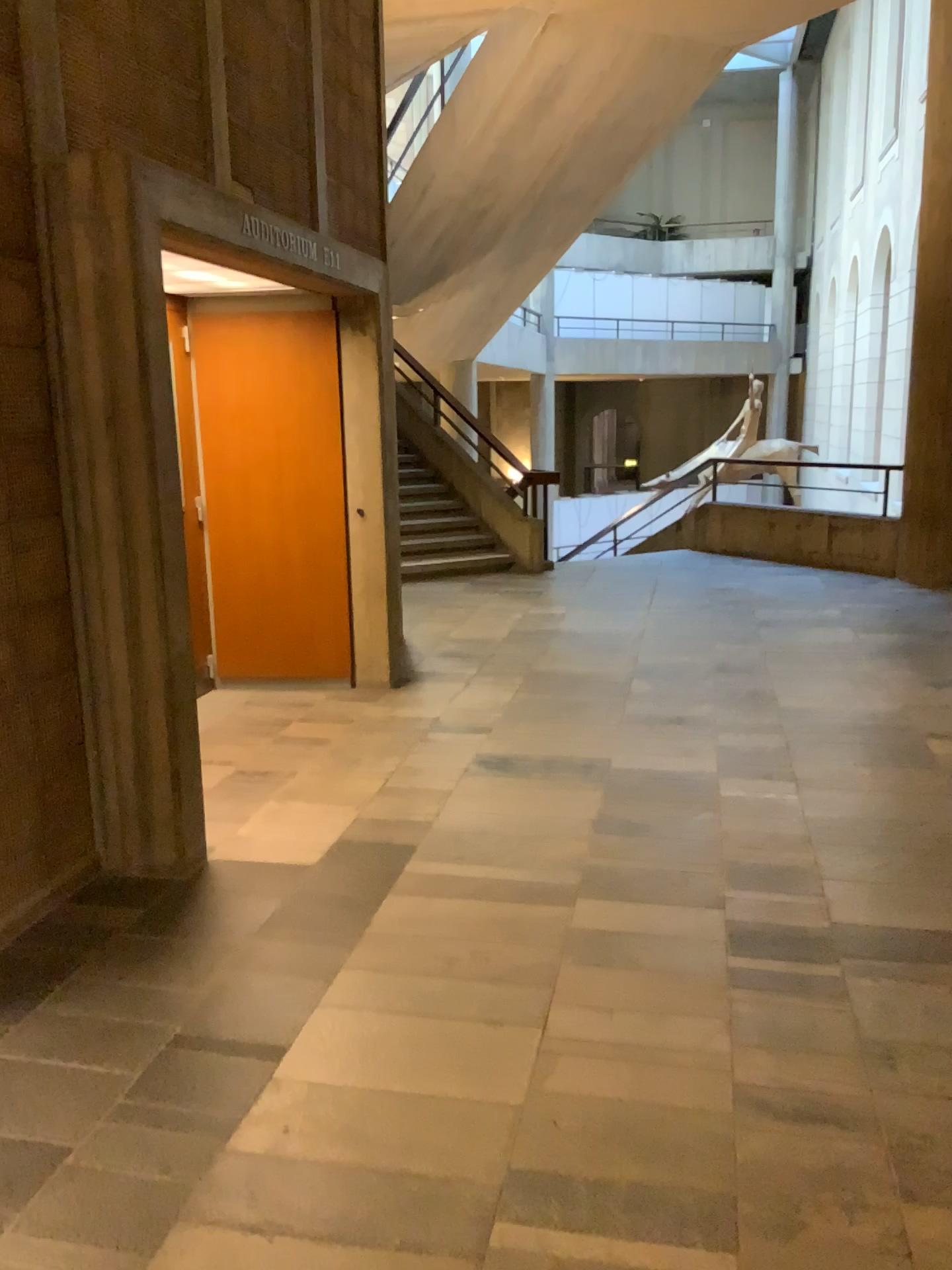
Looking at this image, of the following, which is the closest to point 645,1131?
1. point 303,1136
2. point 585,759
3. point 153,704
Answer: point 303,1136
